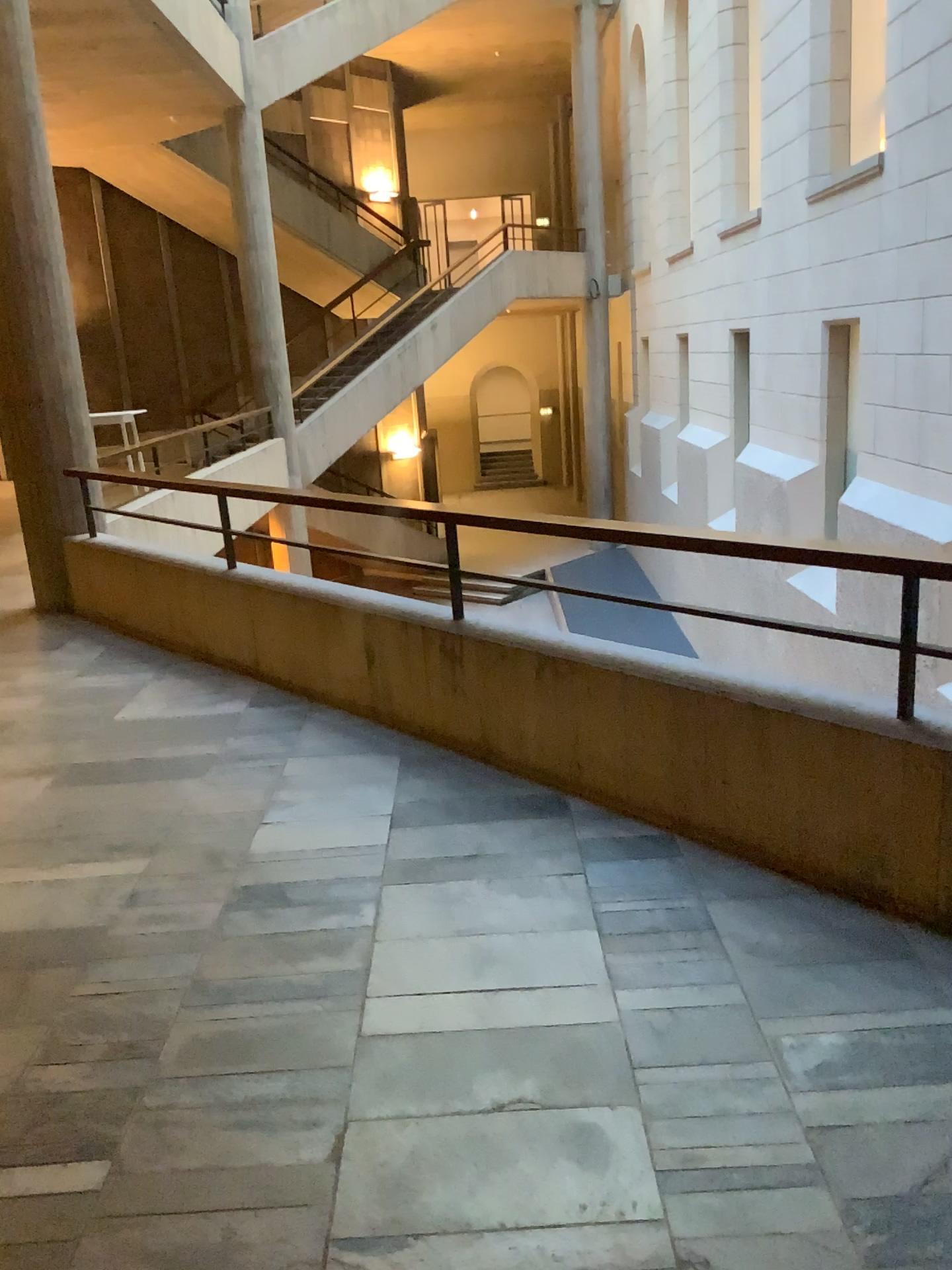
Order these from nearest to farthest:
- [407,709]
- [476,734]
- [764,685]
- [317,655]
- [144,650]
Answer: [764,685]
[476,734]
[407,709]
[317,655]
[144,650]
